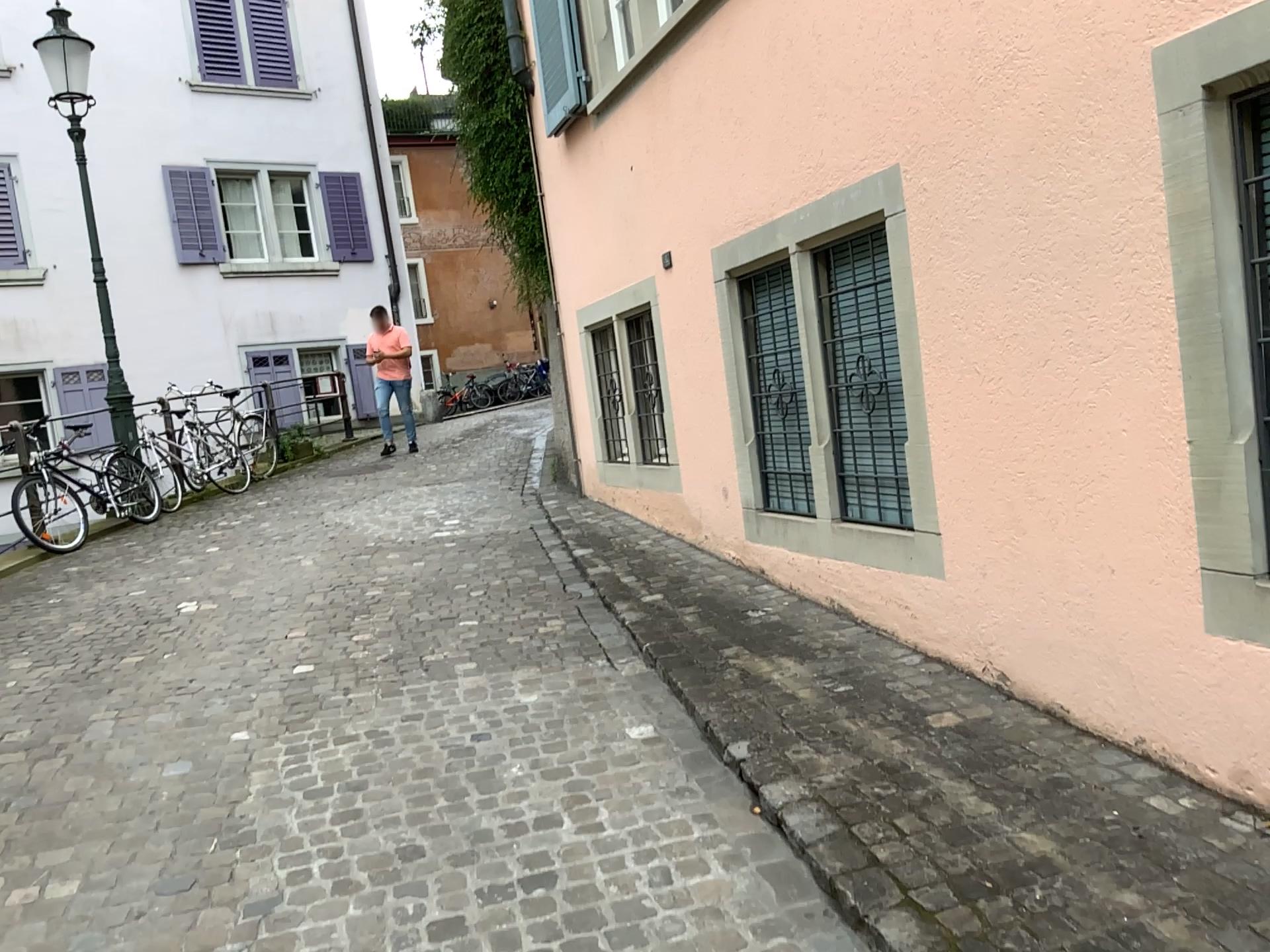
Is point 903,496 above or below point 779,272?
below

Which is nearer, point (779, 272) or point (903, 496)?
point (903, 496)

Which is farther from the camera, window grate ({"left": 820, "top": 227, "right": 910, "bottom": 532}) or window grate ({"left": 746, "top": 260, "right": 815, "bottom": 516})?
window grate ({"left": 746, "top": 260, "right": 815, "bottom": 516})

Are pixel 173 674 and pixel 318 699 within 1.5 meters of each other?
yes
